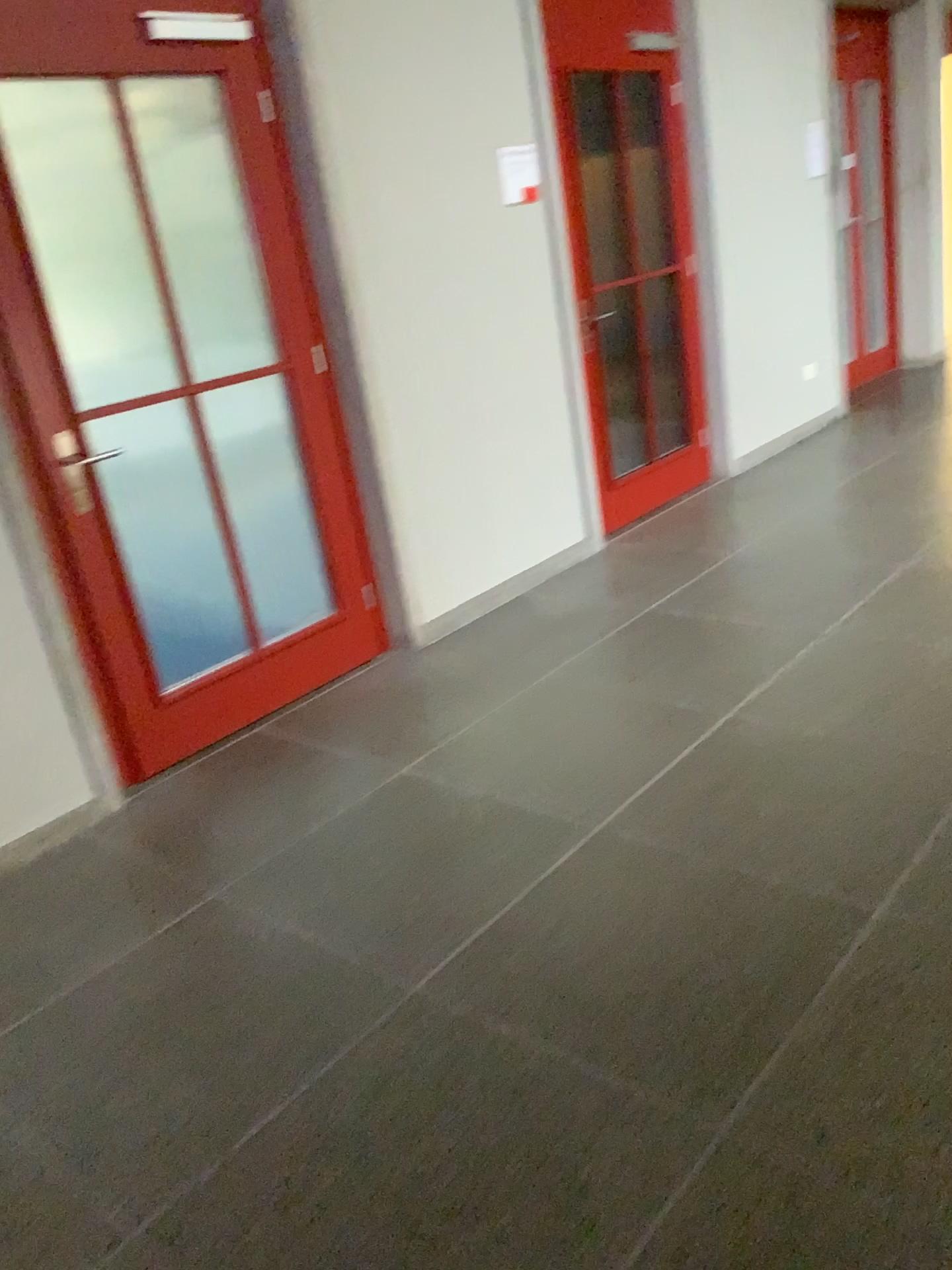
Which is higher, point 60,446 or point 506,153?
point 506,153

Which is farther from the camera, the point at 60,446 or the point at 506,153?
the point at 506,153

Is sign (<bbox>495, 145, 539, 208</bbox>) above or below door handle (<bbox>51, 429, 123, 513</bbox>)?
above

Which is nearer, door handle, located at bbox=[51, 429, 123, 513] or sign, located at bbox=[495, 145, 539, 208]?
door handle, located at bbox=[51, 429, 123, 513]

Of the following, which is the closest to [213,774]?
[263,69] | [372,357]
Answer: [372,357]
